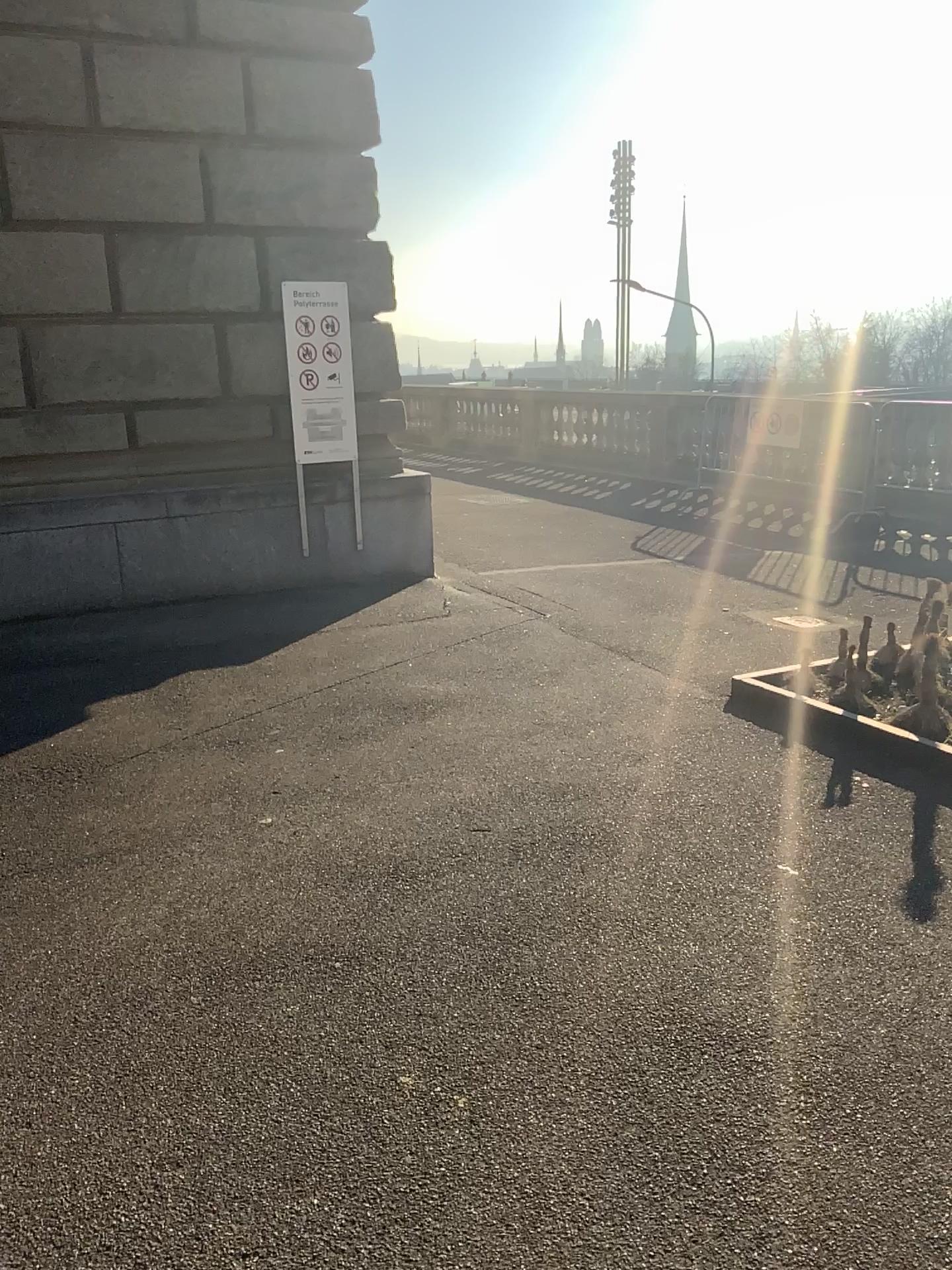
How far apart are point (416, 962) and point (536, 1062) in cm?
50
